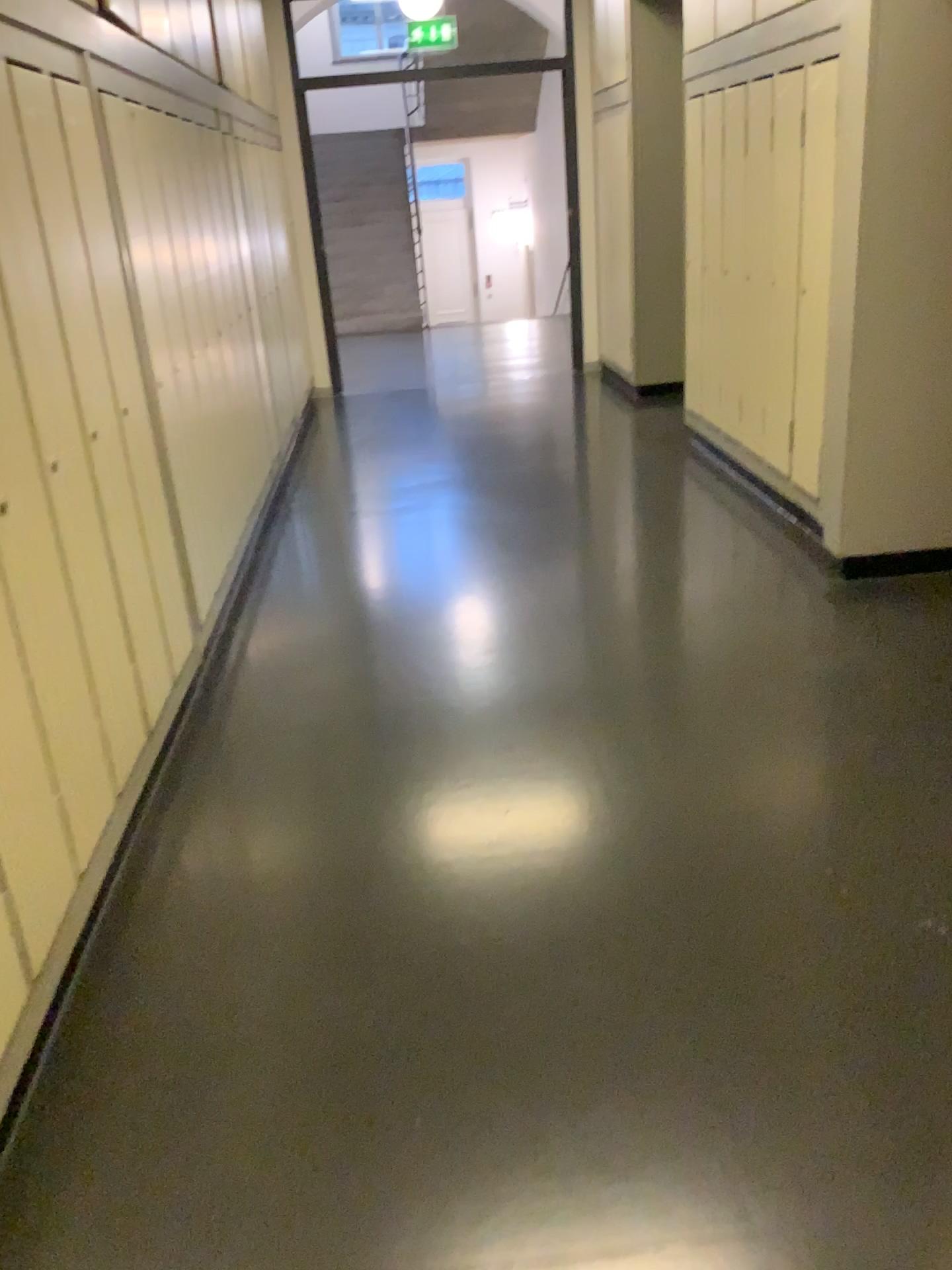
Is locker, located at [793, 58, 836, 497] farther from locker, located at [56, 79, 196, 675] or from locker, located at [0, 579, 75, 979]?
locker, located at [0, 579, 75, 979]

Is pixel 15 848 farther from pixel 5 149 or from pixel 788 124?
pixel 788 124

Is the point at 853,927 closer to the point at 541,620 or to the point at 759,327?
the point at 541,620

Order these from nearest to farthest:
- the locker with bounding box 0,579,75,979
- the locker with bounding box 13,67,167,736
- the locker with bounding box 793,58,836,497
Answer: the locker with bounding box 0,579,75,979, the locker with bounding box 13,67,167,736, the locker with bounding box 793,58,836,497

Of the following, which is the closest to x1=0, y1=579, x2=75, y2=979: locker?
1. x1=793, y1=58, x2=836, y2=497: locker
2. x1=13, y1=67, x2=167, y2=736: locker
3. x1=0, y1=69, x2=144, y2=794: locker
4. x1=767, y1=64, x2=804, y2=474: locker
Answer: x1=0, y1=69, x2=144, y2=794: locker

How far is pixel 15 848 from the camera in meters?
1.8

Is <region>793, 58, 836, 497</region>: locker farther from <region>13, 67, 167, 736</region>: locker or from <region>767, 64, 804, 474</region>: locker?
<region>13, 67, 167, 736</region>: locker

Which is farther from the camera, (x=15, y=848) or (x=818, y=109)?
(x=818, y=109)

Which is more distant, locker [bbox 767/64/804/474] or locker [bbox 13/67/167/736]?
locker [bbox 767/64/804/474]

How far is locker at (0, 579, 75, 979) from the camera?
1.8 meters
